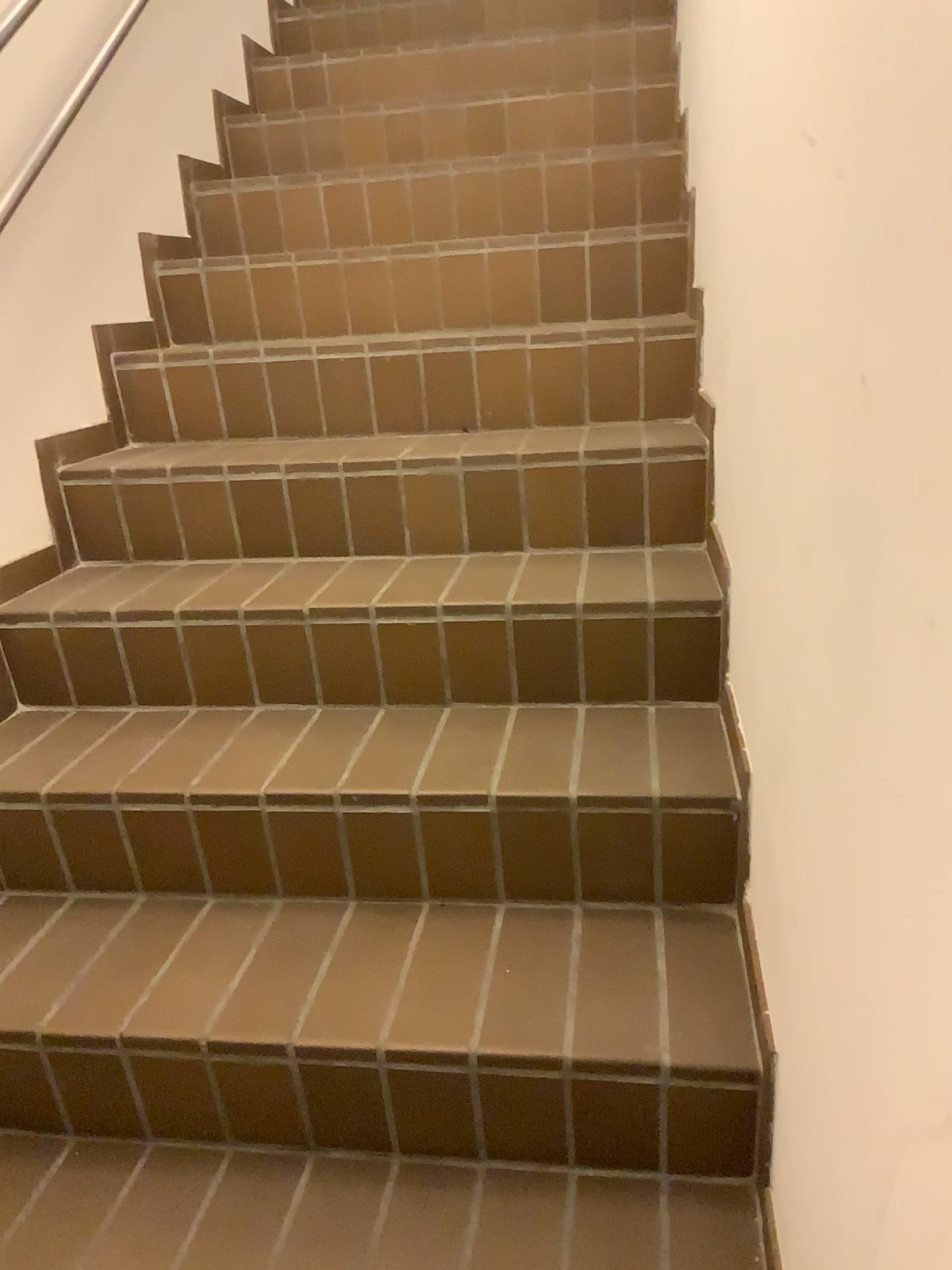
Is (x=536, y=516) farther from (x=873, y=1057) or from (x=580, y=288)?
(x=873, y=1057)
